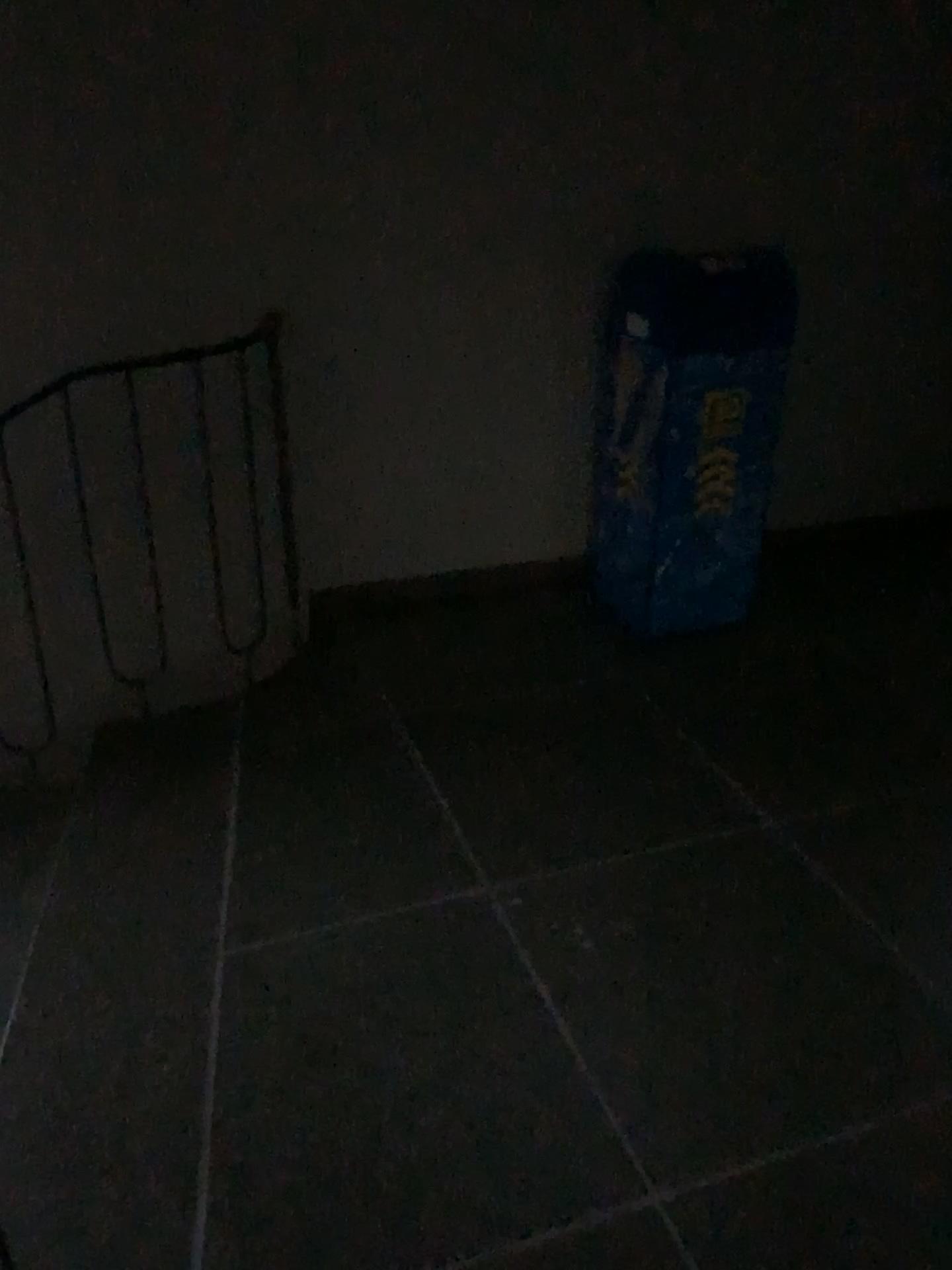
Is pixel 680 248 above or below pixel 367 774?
above
